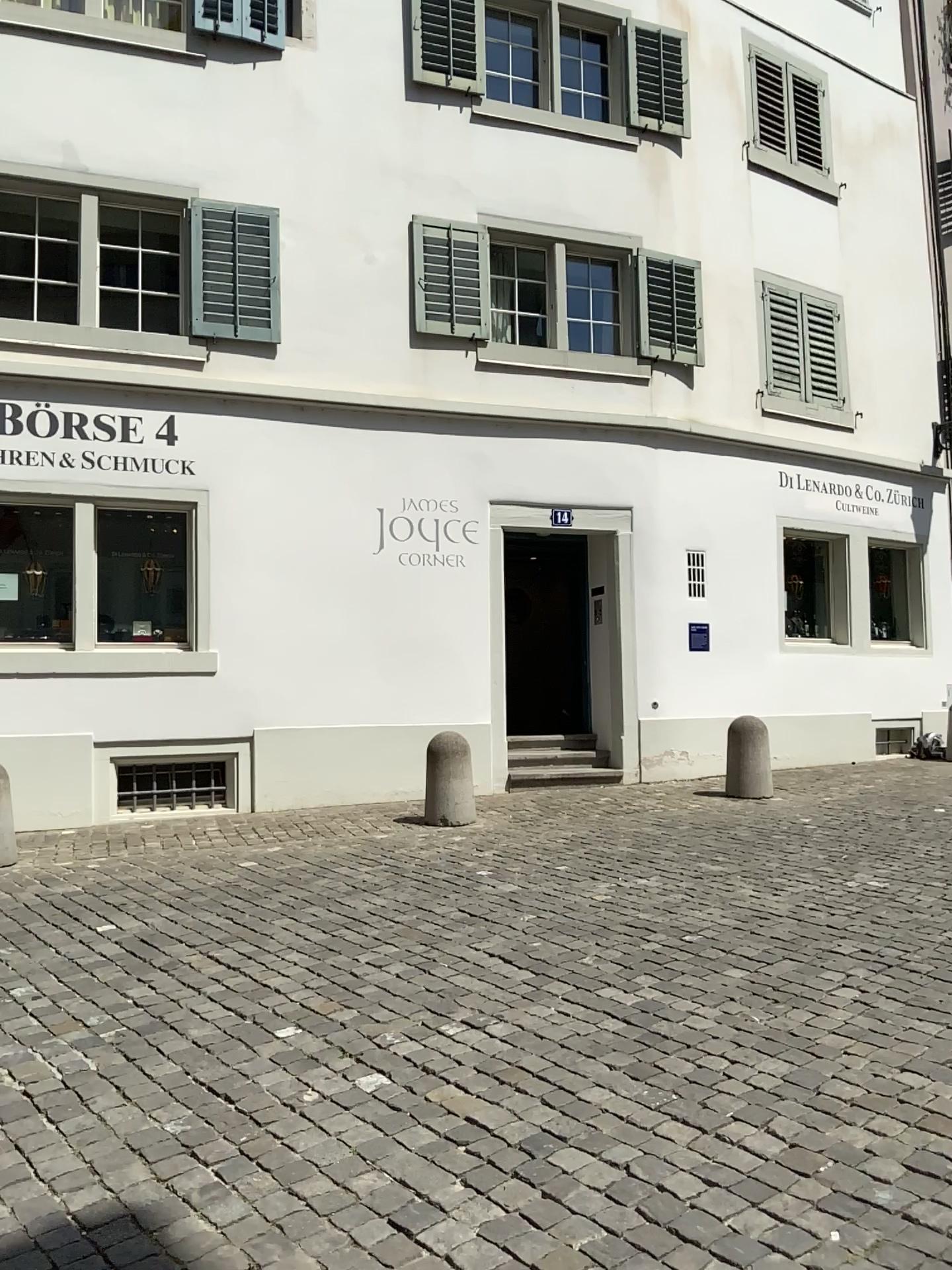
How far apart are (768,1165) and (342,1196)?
1.1 meters
